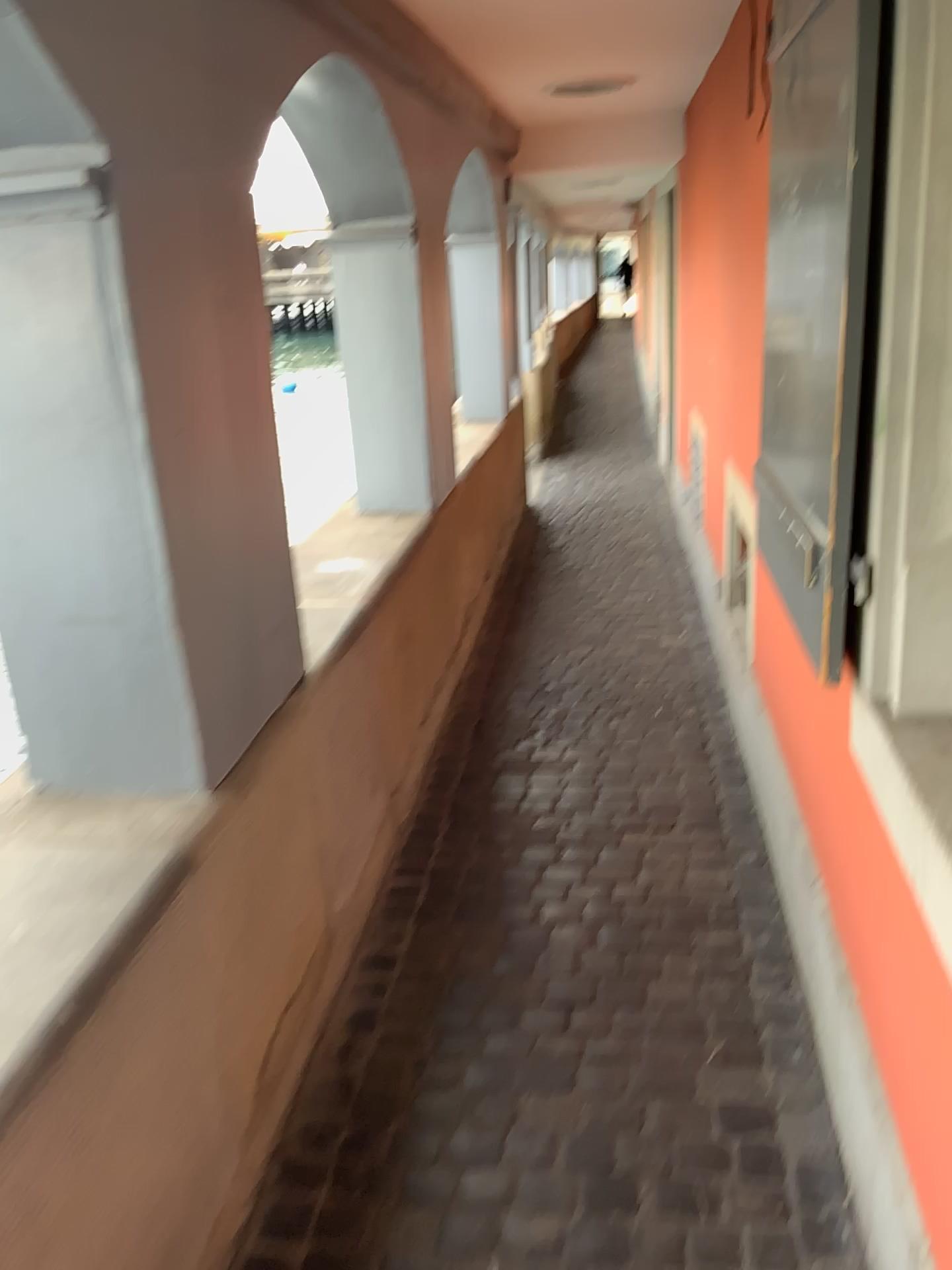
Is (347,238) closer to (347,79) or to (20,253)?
(347,79)

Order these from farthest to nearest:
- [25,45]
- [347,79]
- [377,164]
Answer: [377,164]
[347,79]
[25,45]

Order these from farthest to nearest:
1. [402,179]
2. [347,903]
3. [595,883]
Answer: [402,179] → [595,883] → [347,903]

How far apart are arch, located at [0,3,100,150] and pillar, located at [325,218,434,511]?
2.1 meters

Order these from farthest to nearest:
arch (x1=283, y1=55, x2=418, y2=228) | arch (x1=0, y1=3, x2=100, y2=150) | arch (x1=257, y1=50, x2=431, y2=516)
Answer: arch (x1=257, y1=50, x2=431, y2=516)
arch (x1=283, y1=55, x2=418, y2=228)
arch (x1=0, y1=3, x2=100, y2=150)

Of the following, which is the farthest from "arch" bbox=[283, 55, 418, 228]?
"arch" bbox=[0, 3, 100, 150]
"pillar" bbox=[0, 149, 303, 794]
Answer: "arch" bbox=[0, 3, 100, 150]

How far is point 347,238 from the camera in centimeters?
349cm

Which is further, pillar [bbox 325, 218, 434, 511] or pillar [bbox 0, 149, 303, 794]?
pillar [bbox 325, 218, 434, 511]

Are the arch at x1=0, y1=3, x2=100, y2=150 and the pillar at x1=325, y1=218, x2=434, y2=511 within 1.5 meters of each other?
no

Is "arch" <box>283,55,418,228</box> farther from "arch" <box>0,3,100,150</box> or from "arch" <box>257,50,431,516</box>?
"arch" <box>0,3,100,150</box>
